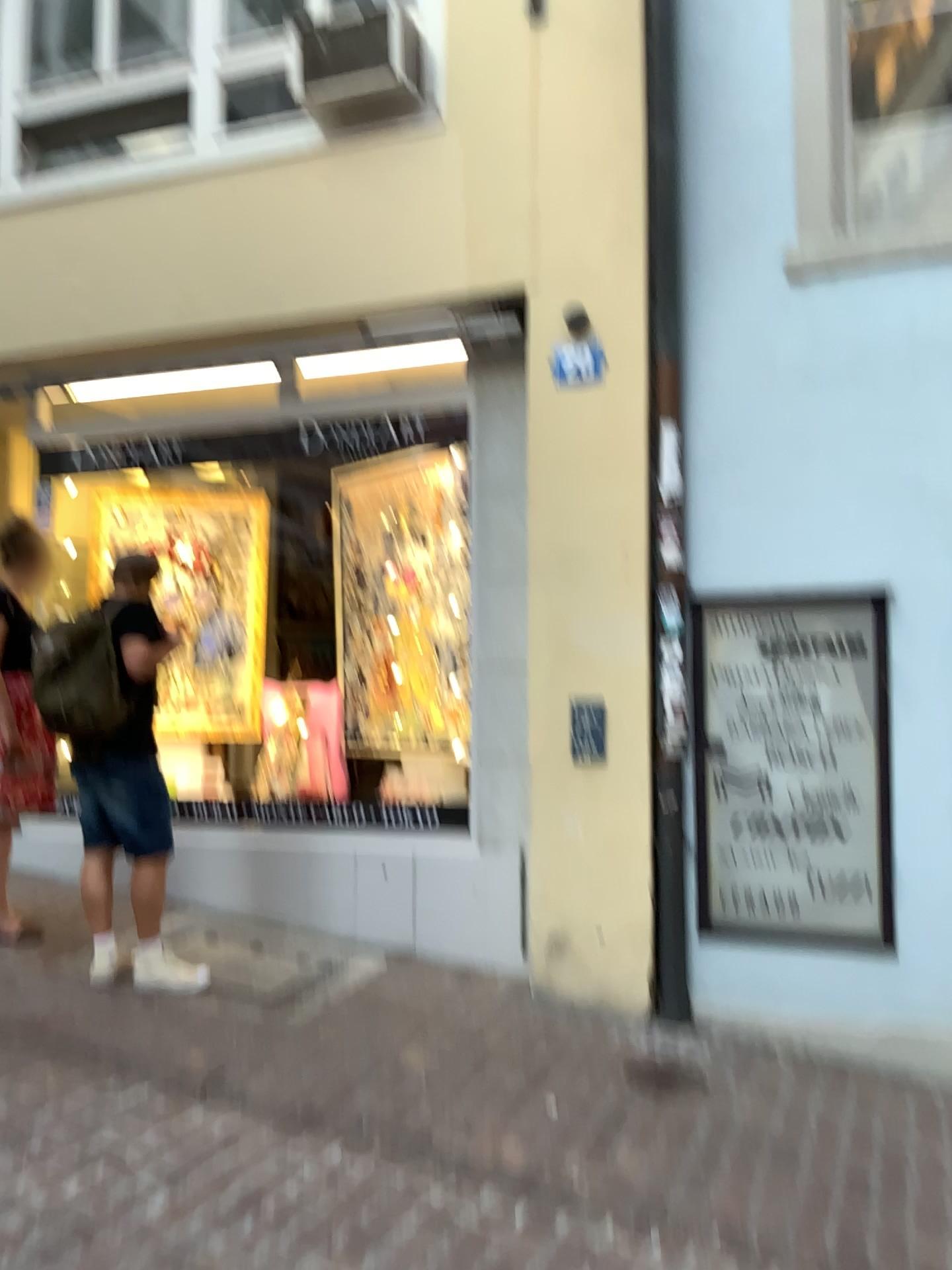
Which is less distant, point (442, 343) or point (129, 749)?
point (129, 749)

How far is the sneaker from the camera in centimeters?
415cm

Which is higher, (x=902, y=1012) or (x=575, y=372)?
(x=575, y=372)

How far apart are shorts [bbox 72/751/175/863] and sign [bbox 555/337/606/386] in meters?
2.3

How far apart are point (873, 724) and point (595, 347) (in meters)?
1.86

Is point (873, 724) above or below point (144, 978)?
above

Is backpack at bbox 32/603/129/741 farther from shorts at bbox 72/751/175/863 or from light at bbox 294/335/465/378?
light at bbox 294/335/465/378

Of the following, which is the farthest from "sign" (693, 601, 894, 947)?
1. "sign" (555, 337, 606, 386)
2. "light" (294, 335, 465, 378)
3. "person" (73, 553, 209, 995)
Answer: "person" (73, 553, 209, 995)

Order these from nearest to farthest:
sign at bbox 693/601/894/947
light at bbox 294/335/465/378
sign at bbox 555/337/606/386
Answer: sign at bbox 693/601/894/947 < sign at bbox 555/337/606/386 < light at bbox 294/335/465/378

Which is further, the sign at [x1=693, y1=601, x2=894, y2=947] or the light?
the light
